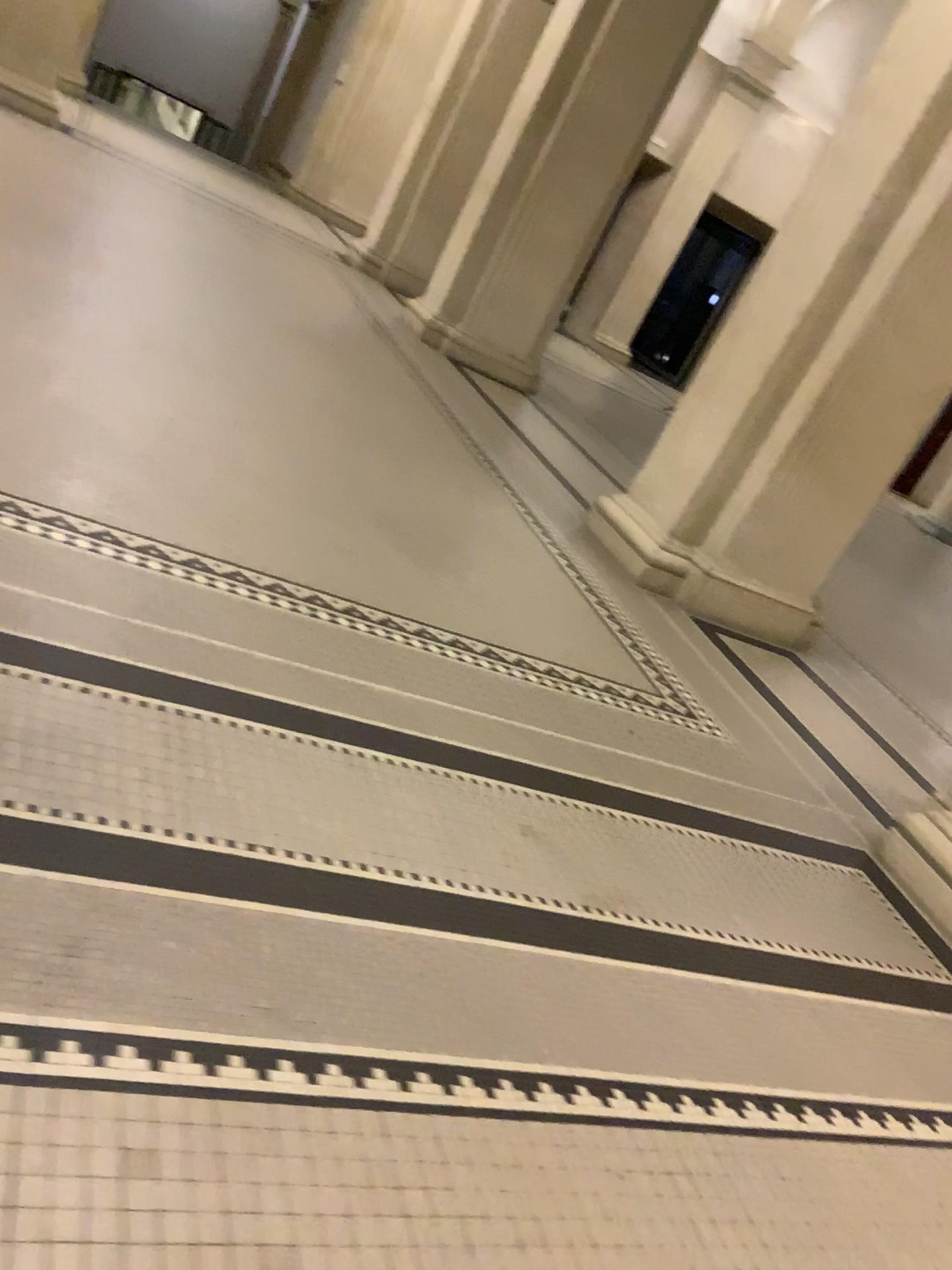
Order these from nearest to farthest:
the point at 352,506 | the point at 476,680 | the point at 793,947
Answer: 1. the point at 793,947
2. the point at 476,680
3. the point at 352,506
